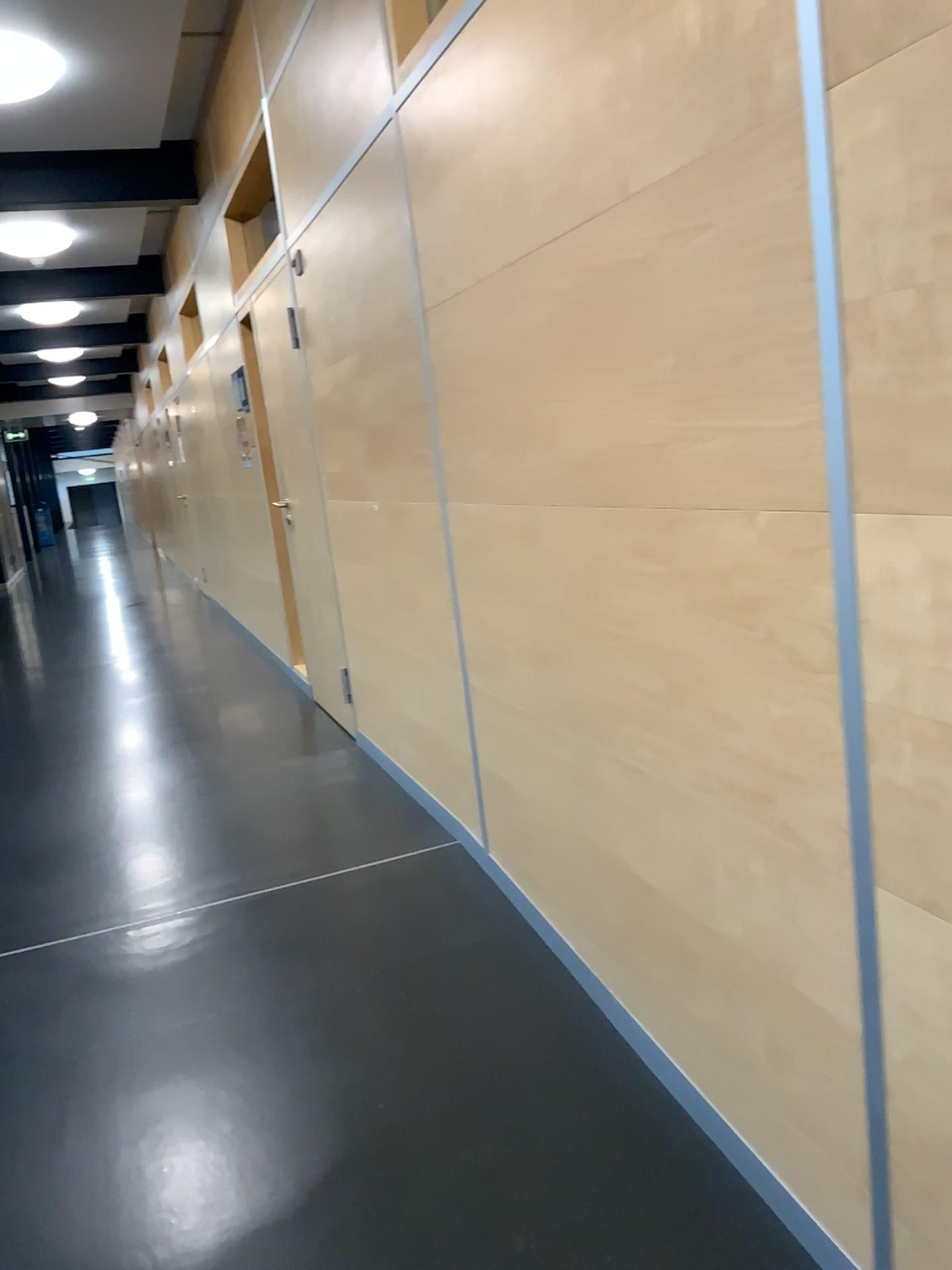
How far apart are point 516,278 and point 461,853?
1.8 meters
